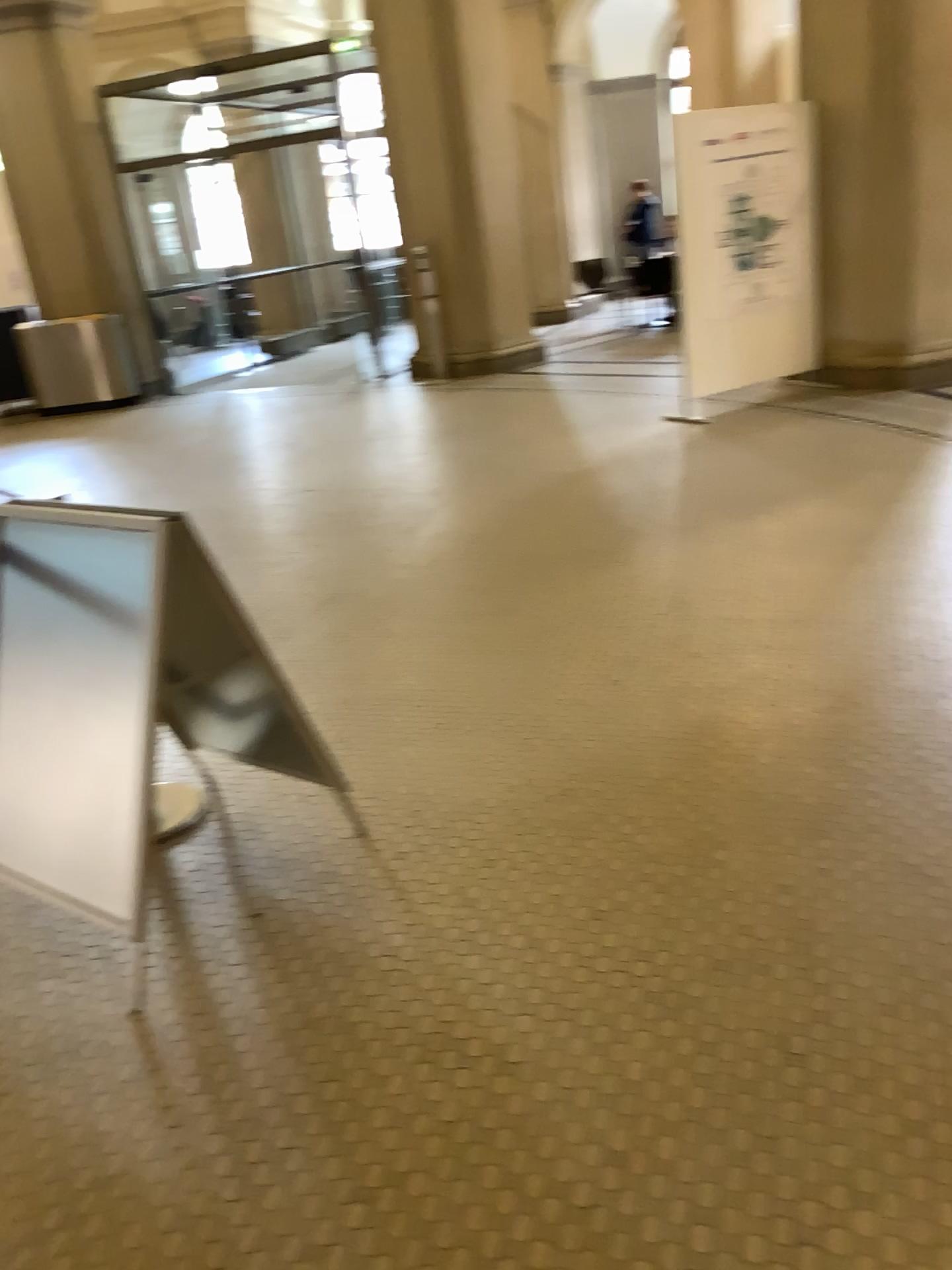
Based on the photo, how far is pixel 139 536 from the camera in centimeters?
224cm

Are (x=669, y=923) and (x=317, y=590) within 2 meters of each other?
no

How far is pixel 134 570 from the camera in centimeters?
223cm

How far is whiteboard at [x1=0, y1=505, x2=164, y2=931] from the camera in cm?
224

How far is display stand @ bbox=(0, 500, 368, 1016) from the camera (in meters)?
2.23
